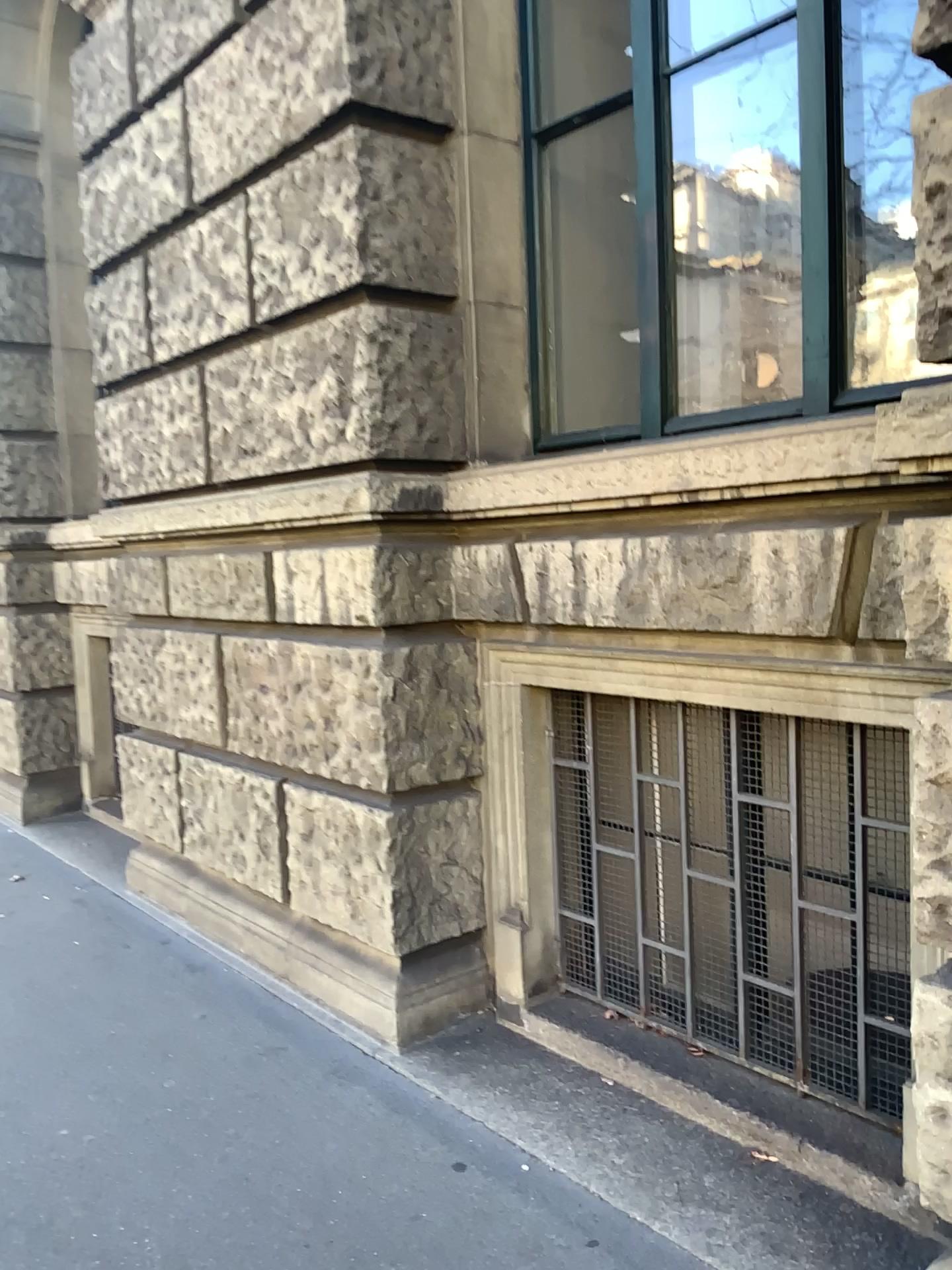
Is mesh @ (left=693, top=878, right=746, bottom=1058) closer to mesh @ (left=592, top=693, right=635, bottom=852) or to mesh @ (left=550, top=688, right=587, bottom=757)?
mesh @ (left=592, top=693, right=635, bottom=852)

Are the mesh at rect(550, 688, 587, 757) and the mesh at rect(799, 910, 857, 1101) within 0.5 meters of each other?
no

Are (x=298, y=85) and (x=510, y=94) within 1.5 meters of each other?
yes

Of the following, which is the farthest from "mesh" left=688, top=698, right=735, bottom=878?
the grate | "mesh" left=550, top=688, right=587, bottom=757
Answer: "mesh" left=550, top=688, right=587, bottom=757

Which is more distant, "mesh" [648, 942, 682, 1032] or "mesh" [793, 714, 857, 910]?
"mesh" [648, 942, 682, 1032]

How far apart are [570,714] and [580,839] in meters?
0.4

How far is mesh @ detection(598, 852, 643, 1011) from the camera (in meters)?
3.15

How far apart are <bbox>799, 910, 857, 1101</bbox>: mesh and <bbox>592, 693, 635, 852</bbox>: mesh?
0.63m

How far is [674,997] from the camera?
3.02m

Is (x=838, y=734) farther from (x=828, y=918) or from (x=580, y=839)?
(x=580, y=839)
